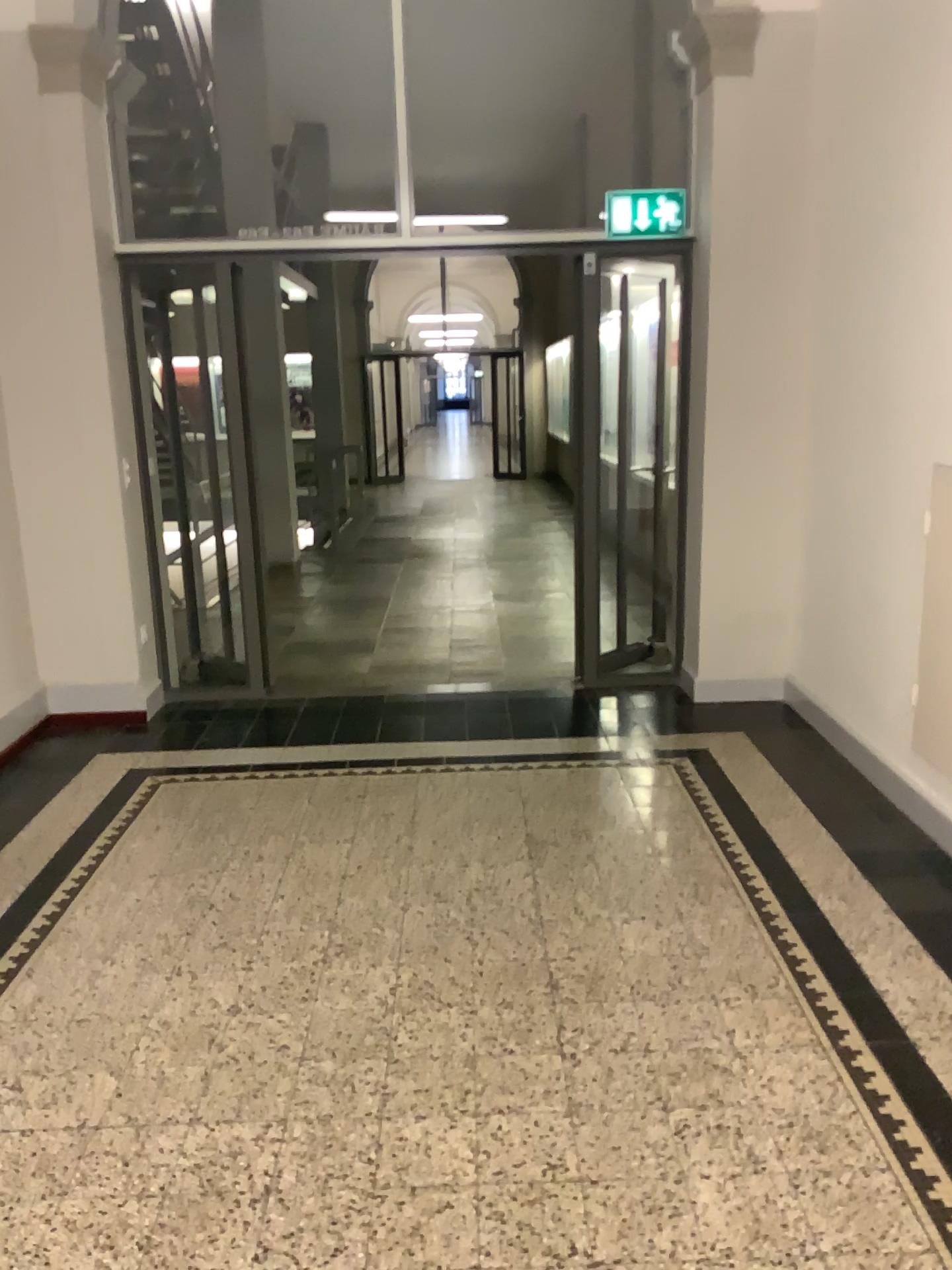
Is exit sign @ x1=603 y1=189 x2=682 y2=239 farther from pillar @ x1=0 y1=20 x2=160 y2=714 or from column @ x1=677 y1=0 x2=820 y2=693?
pillar @ x1=0 y1=20 x2=160 y2=714

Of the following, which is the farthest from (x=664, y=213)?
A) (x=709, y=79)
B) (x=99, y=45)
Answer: (x=99, y=45)

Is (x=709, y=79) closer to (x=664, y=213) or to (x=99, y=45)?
(x=664, y=213)

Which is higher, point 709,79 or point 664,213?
point 709,79

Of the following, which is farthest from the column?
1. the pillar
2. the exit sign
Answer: the pillar

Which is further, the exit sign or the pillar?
the exit sign

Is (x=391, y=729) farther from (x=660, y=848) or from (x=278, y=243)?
(x=278, y=243)
